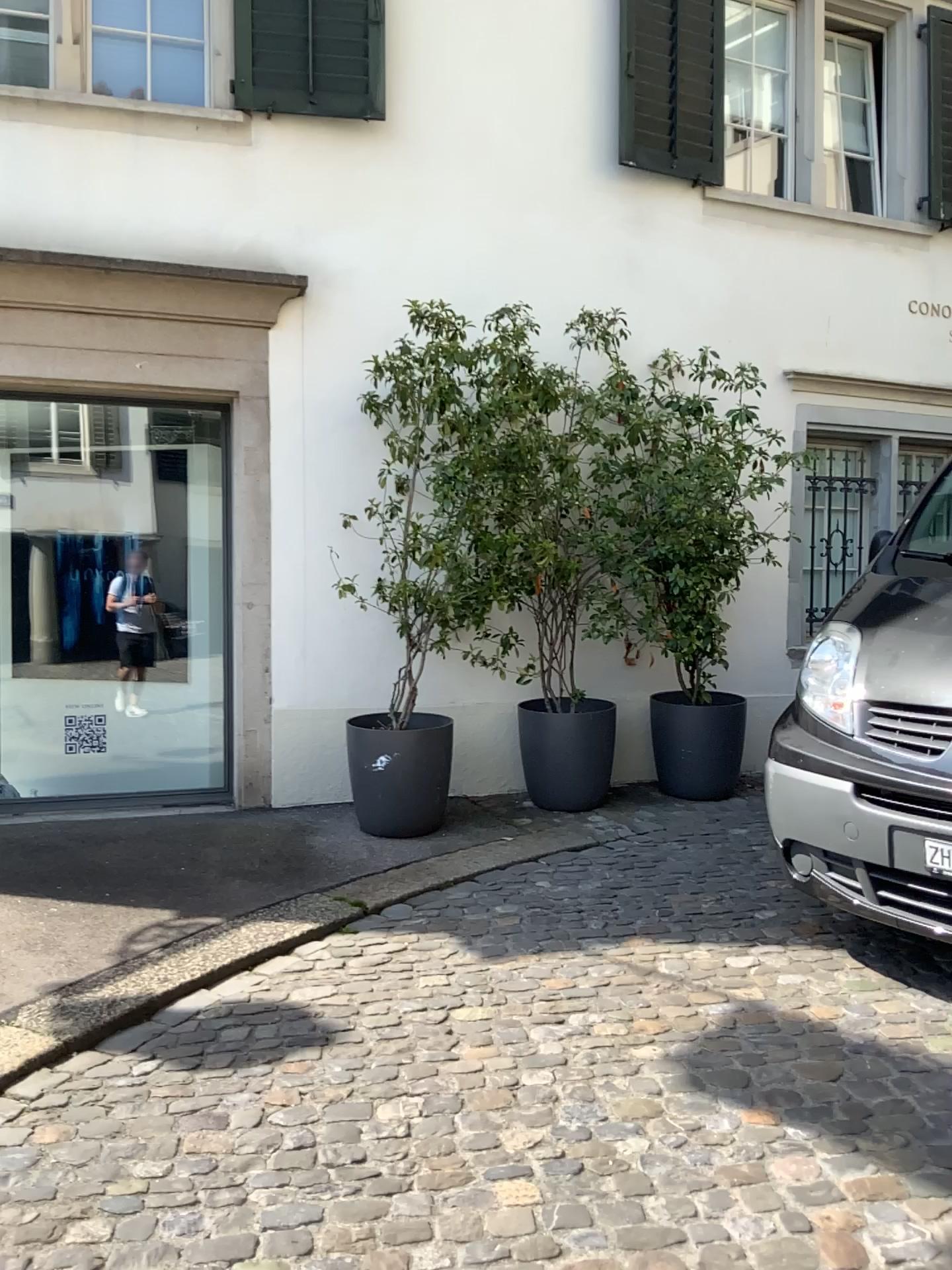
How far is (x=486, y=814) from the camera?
5.4m
